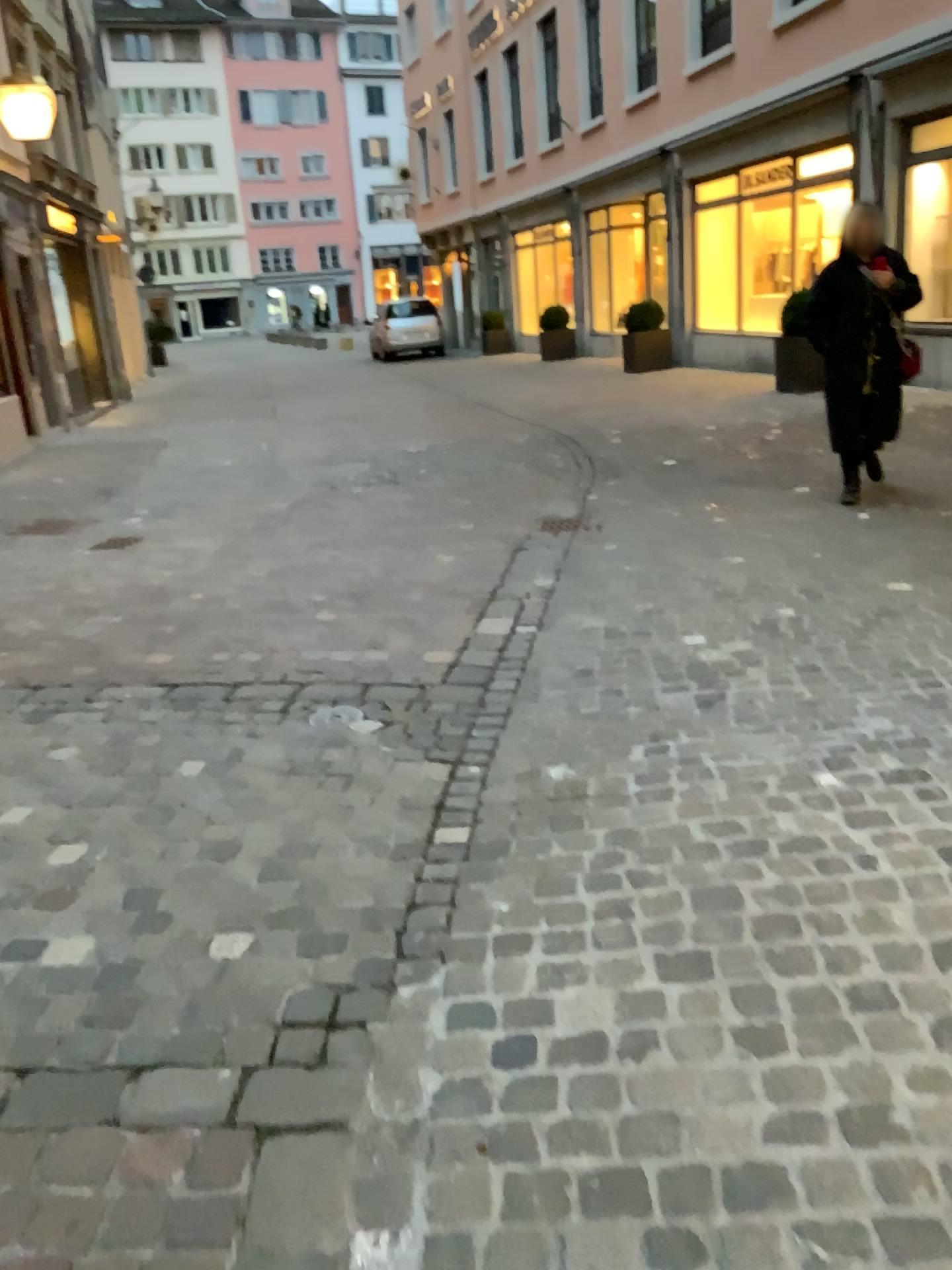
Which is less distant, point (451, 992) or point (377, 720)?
point (451, 992)
